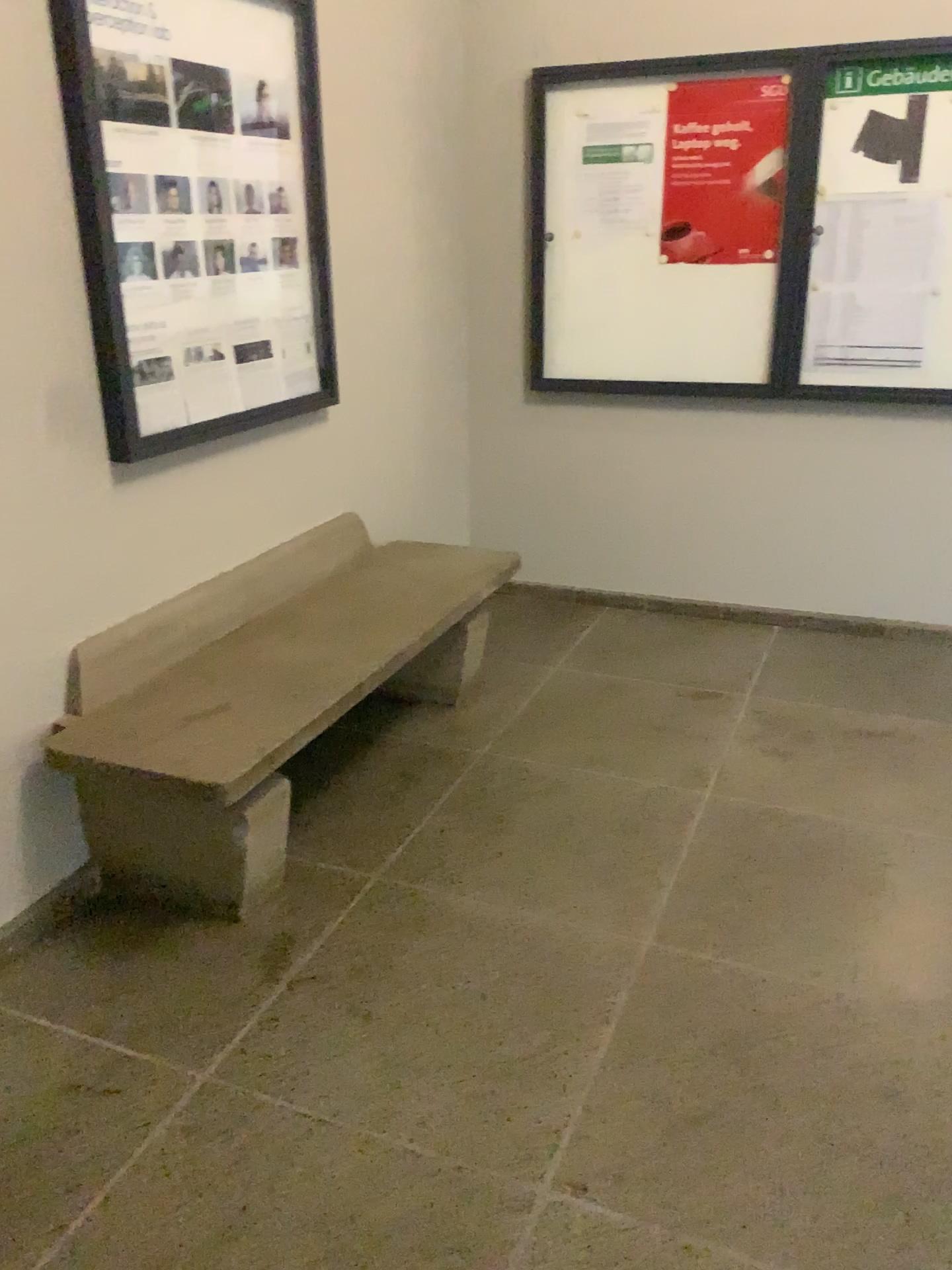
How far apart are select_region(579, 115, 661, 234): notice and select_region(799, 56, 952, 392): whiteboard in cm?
57

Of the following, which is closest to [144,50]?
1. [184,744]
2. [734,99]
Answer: [184,744]

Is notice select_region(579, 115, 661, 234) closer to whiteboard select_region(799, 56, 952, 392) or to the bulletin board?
the bulletin board

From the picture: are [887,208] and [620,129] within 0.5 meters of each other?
no

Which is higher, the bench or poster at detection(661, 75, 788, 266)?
poster at detection(661, 75, 788, 266)

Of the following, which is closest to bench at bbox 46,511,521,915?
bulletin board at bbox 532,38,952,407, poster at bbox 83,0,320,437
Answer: poster at bbox 83,0,320,437

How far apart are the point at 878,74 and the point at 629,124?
0.8m

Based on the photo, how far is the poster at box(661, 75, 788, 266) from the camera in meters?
3.6

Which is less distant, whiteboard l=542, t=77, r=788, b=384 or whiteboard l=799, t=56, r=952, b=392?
whiteboard l=799, t=56, r=952, b=392

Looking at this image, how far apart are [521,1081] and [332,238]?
2.47m
